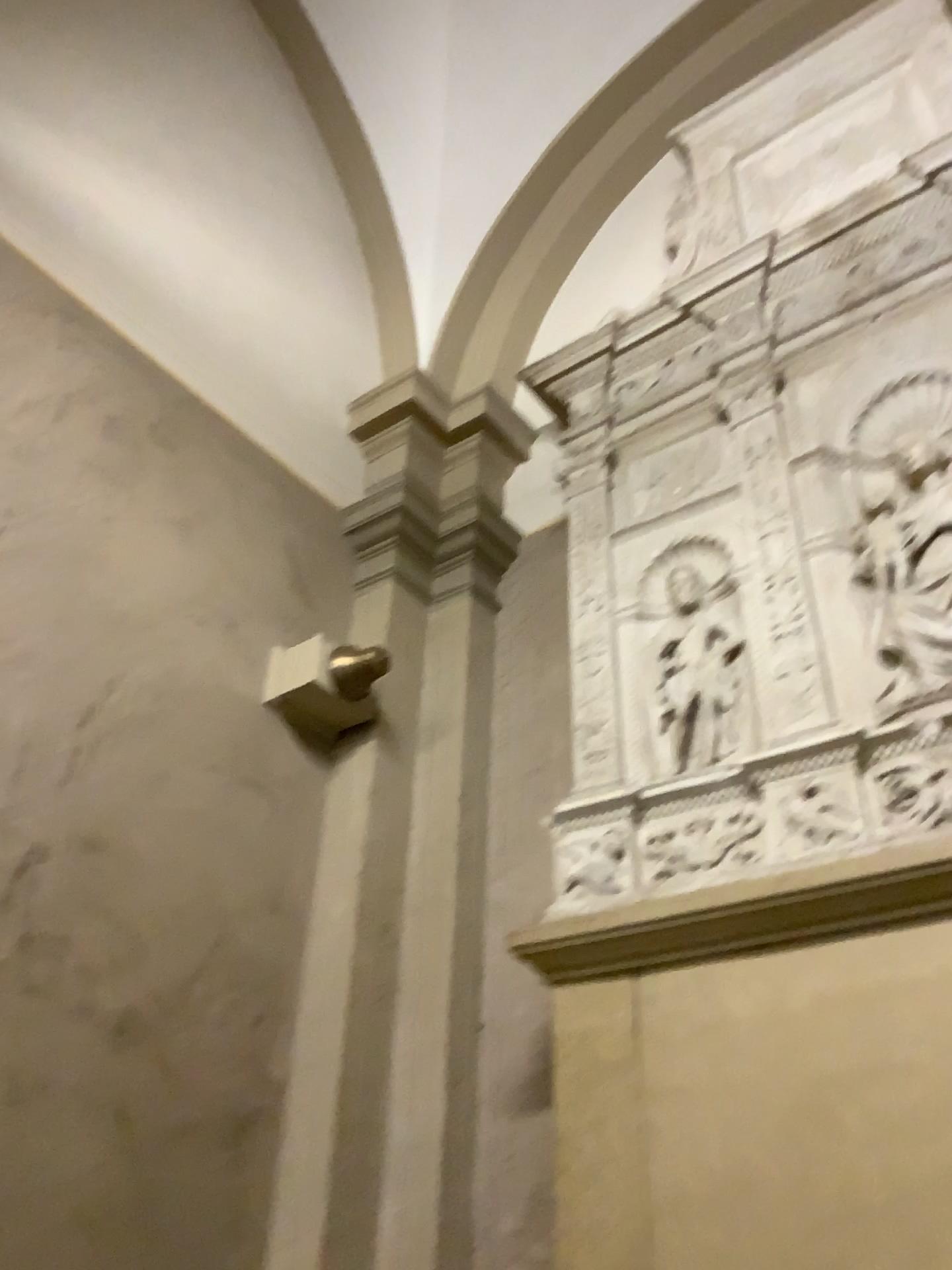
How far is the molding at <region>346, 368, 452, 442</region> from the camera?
3.9 meters

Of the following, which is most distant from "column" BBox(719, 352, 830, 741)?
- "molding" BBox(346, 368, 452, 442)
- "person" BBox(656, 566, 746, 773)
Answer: "molding" BBox(346, 368, 452, 442)

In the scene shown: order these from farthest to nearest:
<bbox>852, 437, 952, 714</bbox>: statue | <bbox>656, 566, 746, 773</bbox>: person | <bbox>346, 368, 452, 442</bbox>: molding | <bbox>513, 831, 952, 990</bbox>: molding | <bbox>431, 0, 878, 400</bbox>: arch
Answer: <bbox>431, 0, 878, 400</bbox>: arch → <bbox>346, 368, 452, 442</bbox>: molding → <bbox>656, 566, 746, 773</bbox>: person → <bbox>852, 437, 952, 714</bbox>: statue → <bbox>513, 831, 952, 990</bbox>: molding

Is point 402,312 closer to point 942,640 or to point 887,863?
point 942,640

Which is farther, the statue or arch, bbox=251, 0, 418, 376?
arch, bbox=251, 0, 418, 376

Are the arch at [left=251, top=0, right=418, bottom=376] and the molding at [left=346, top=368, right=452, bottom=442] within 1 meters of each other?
yes

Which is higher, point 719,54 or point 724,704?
point 719,54

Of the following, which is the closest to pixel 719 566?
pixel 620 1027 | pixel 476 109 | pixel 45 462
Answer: pixel 620 1027

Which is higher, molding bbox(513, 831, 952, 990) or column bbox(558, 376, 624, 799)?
column bbox(558, 376, 624, 799)

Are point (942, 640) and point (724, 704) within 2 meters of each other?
yes
